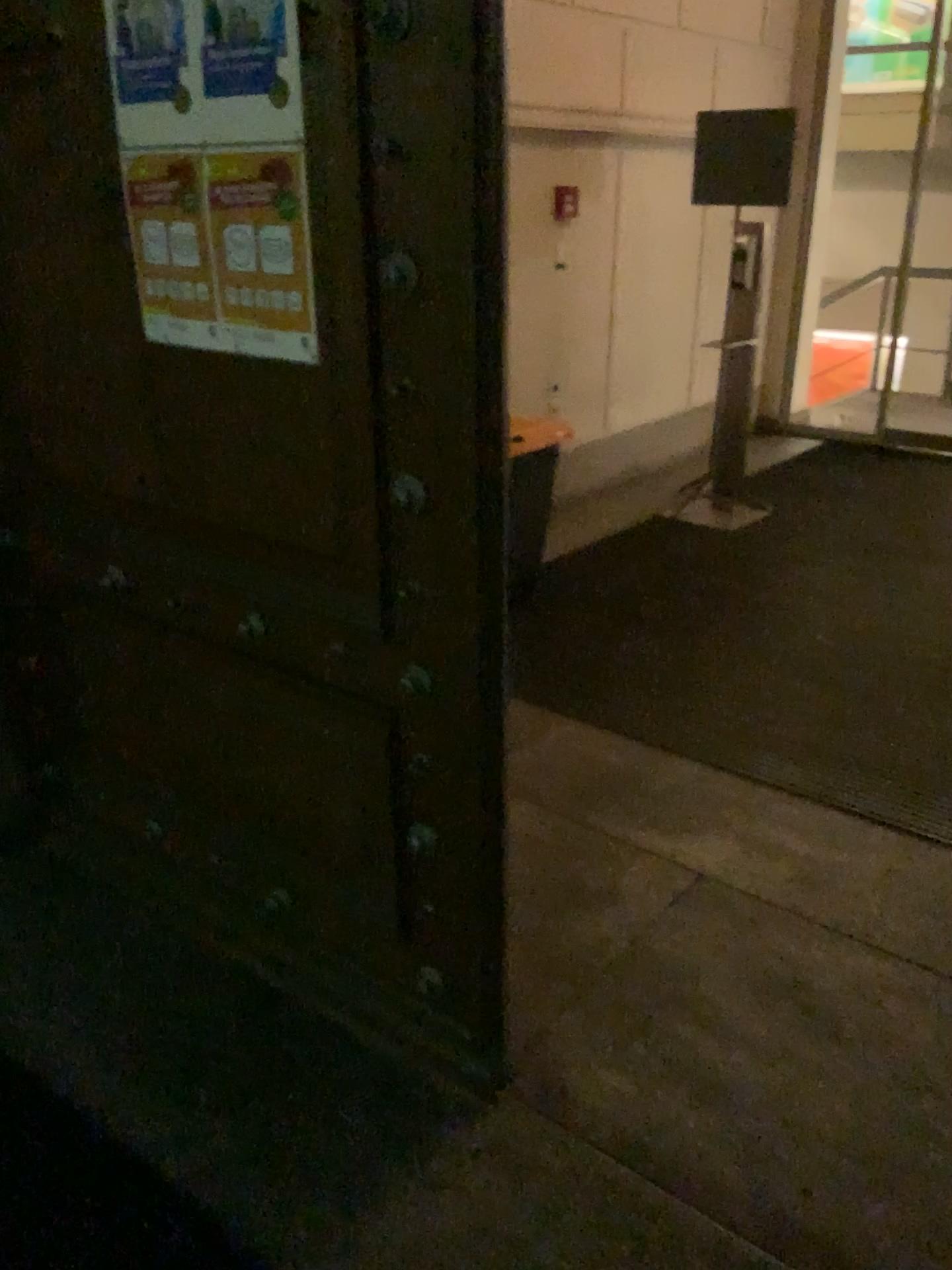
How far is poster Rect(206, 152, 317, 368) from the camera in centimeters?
155cm

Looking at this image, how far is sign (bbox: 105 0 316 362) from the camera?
1.5 meters

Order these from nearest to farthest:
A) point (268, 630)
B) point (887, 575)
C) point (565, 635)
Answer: point (268, 630) < point (565, 635) < point (887, 575)

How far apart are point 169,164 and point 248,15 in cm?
27

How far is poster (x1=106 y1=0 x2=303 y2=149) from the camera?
1.5 meters

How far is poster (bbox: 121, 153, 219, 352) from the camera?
1.66m

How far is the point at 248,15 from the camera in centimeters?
150cm

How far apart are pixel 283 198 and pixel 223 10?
0.3m
